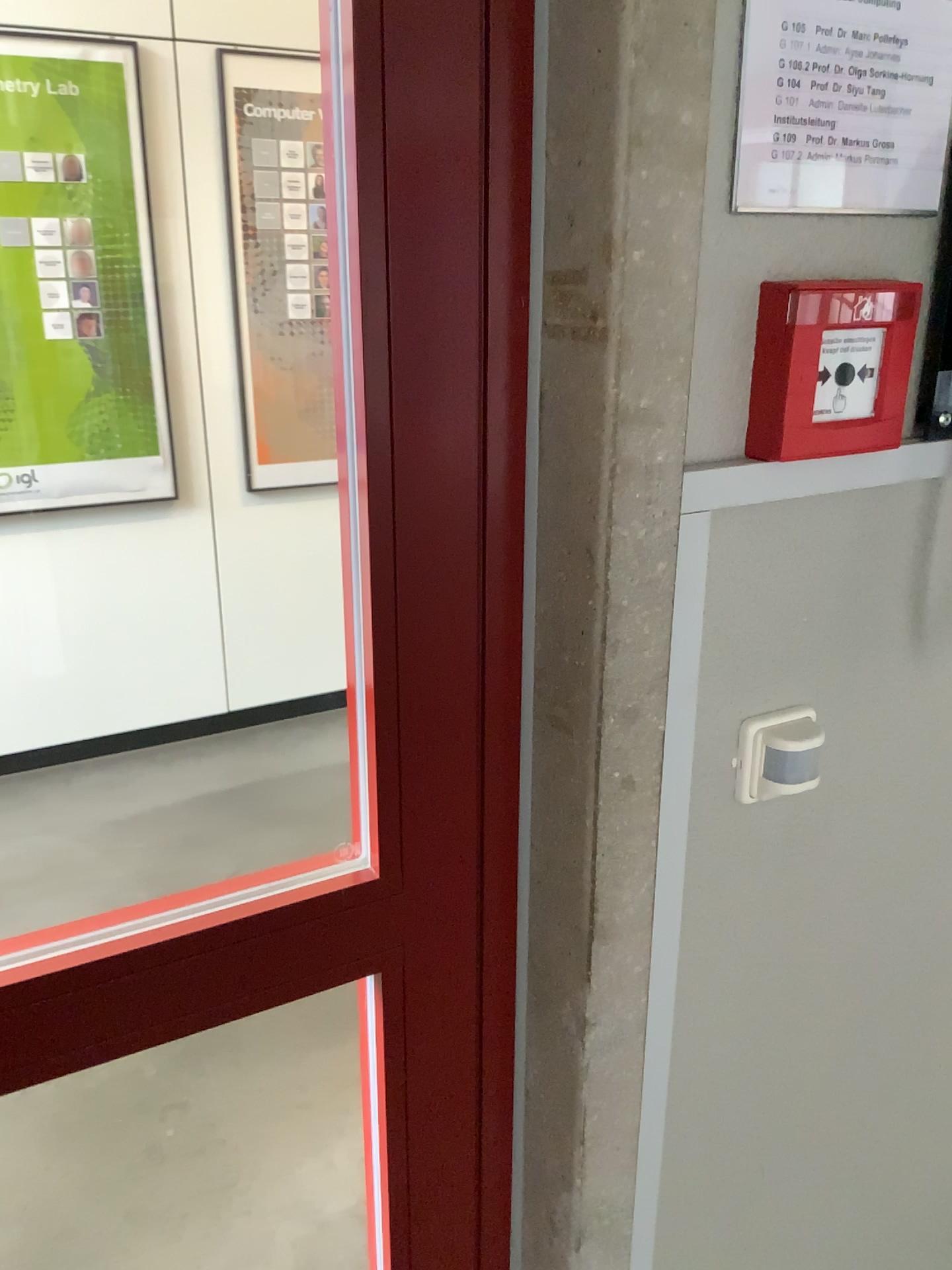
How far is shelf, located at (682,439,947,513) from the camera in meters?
0.8 m

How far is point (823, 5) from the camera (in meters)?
0.78

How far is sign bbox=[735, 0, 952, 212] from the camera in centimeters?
78cm

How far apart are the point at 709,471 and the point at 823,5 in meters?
0.3

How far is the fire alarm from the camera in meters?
0.8

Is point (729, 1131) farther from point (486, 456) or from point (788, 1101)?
point (486, 456)

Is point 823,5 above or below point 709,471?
above
